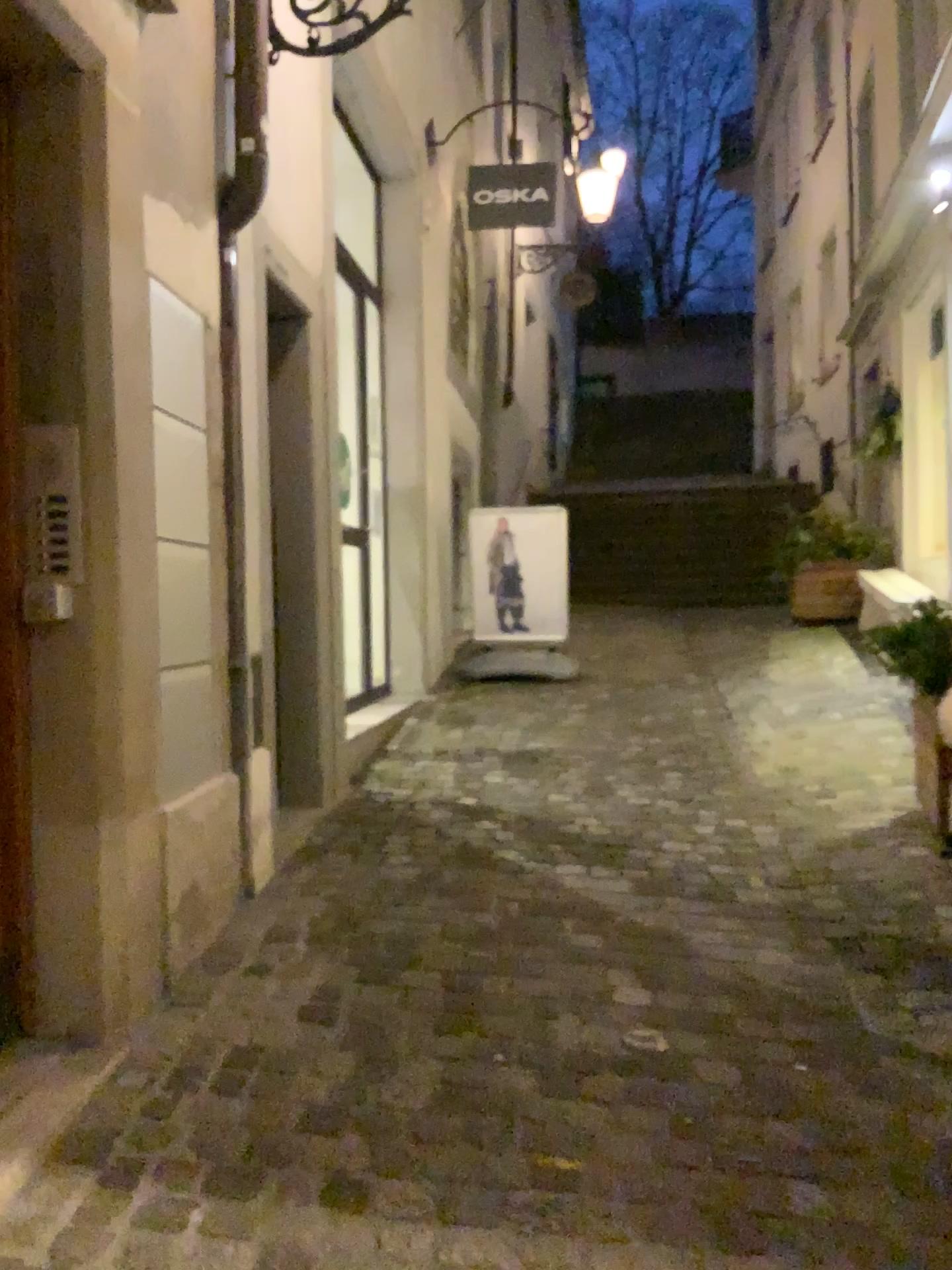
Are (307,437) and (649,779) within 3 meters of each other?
yes
